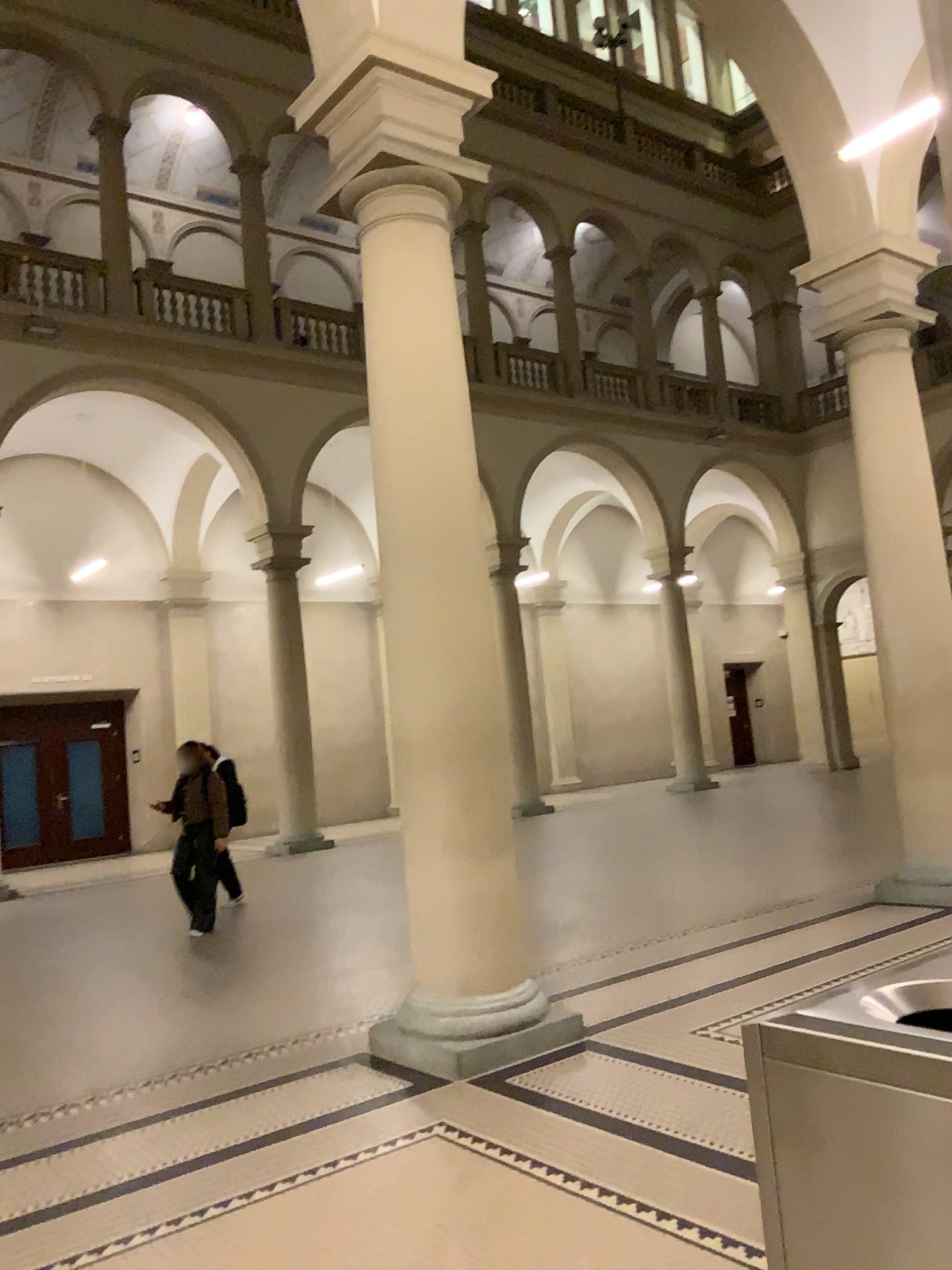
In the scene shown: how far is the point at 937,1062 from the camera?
1.2 meters

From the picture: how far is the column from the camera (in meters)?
4.75

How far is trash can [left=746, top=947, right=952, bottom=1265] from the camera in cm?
125

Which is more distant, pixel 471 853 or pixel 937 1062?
pixel 471 853

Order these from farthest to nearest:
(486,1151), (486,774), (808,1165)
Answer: (486,774), (486,1151), (808,1165)

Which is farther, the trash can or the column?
the column

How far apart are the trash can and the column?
3.3m

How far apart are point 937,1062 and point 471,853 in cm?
359
